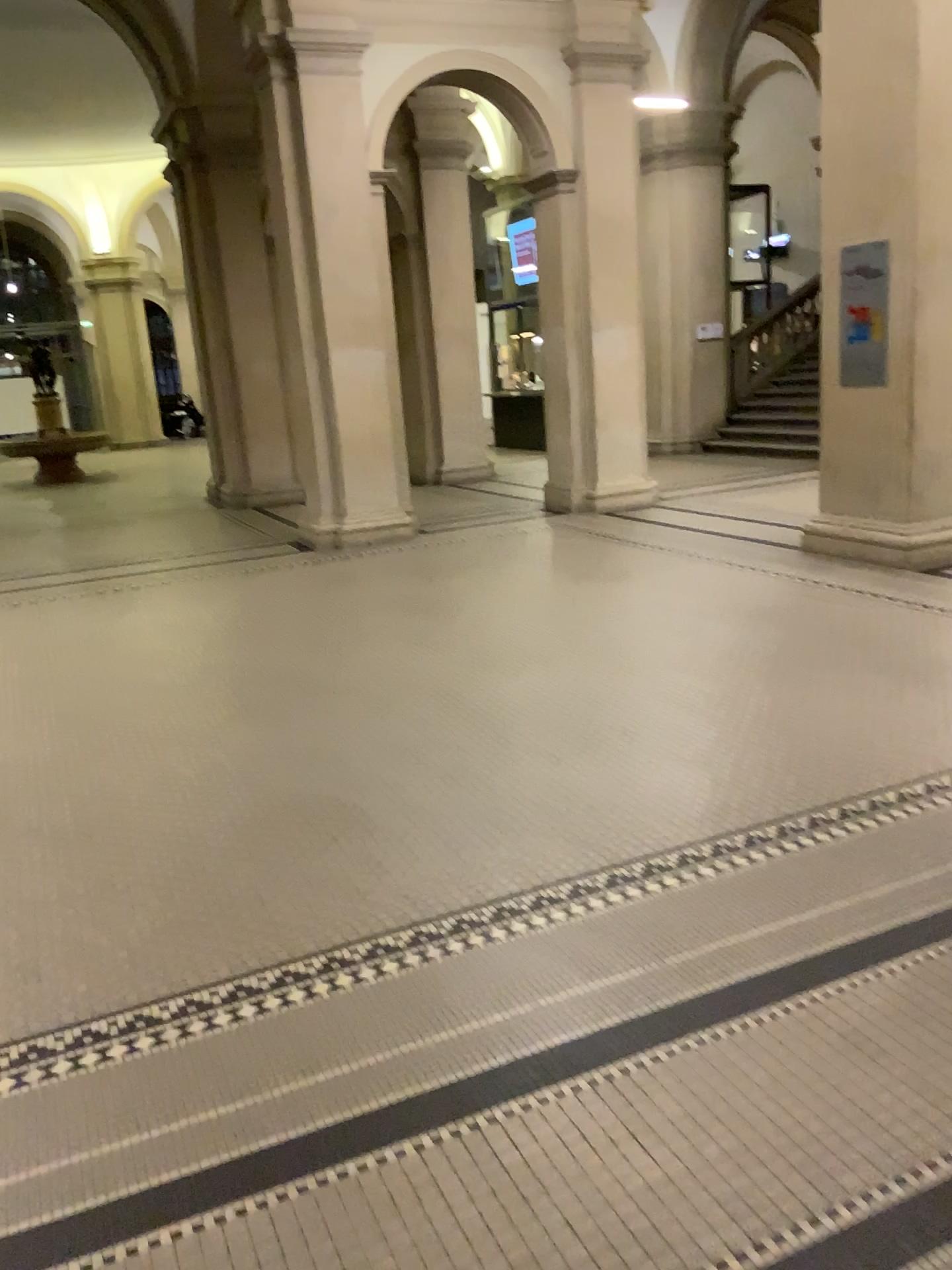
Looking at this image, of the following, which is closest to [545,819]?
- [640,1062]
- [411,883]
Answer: [411,883]
